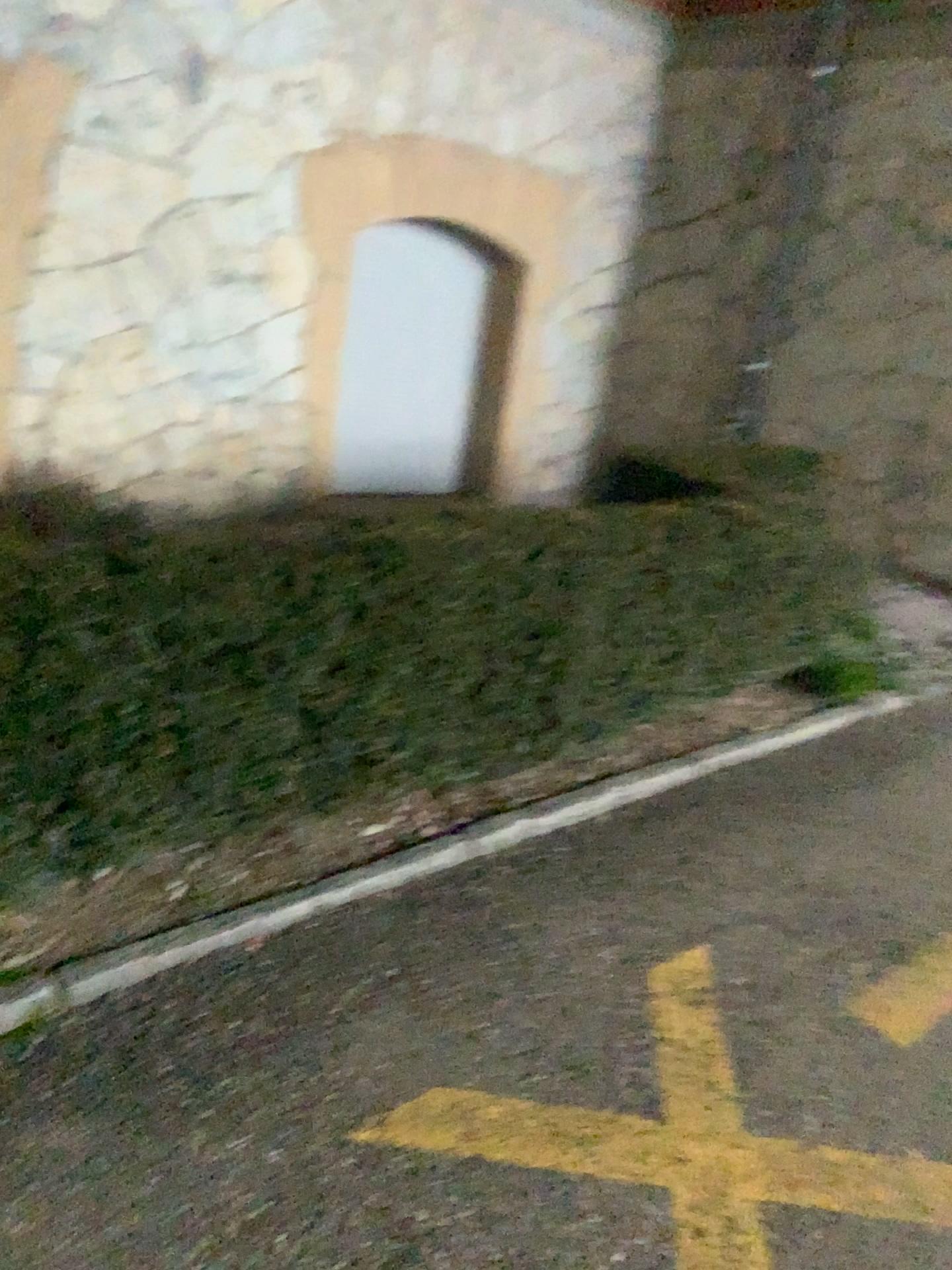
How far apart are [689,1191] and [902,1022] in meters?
0.8 m

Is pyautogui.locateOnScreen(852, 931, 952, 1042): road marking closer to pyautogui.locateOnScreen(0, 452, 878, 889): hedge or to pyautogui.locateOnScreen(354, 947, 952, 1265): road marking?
pyautogui.locateOnScreen(354, 947, 952, 1265): road marking

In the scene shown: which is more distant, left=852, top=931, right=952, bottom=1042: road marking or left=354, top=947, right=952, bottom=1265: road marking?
left=852, top=931, right=952, bottom=1042: road marking

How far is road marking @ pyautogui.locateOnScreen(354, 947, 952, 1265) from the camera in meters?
1.8 m

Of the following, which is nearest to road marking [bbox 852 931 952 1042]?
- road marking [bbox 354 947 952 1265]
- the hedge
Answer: road marking [bbox 354 947 952 1265]

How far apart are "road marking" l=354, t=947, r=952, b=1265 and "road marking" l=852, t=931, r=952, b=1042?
0.4m

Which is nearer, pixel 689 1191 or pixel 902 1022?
pixel 689 1191

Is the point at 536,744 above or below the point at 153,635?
below

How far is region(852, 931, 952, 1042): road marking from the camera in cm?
229

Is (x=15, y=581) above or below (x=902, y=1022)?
above
